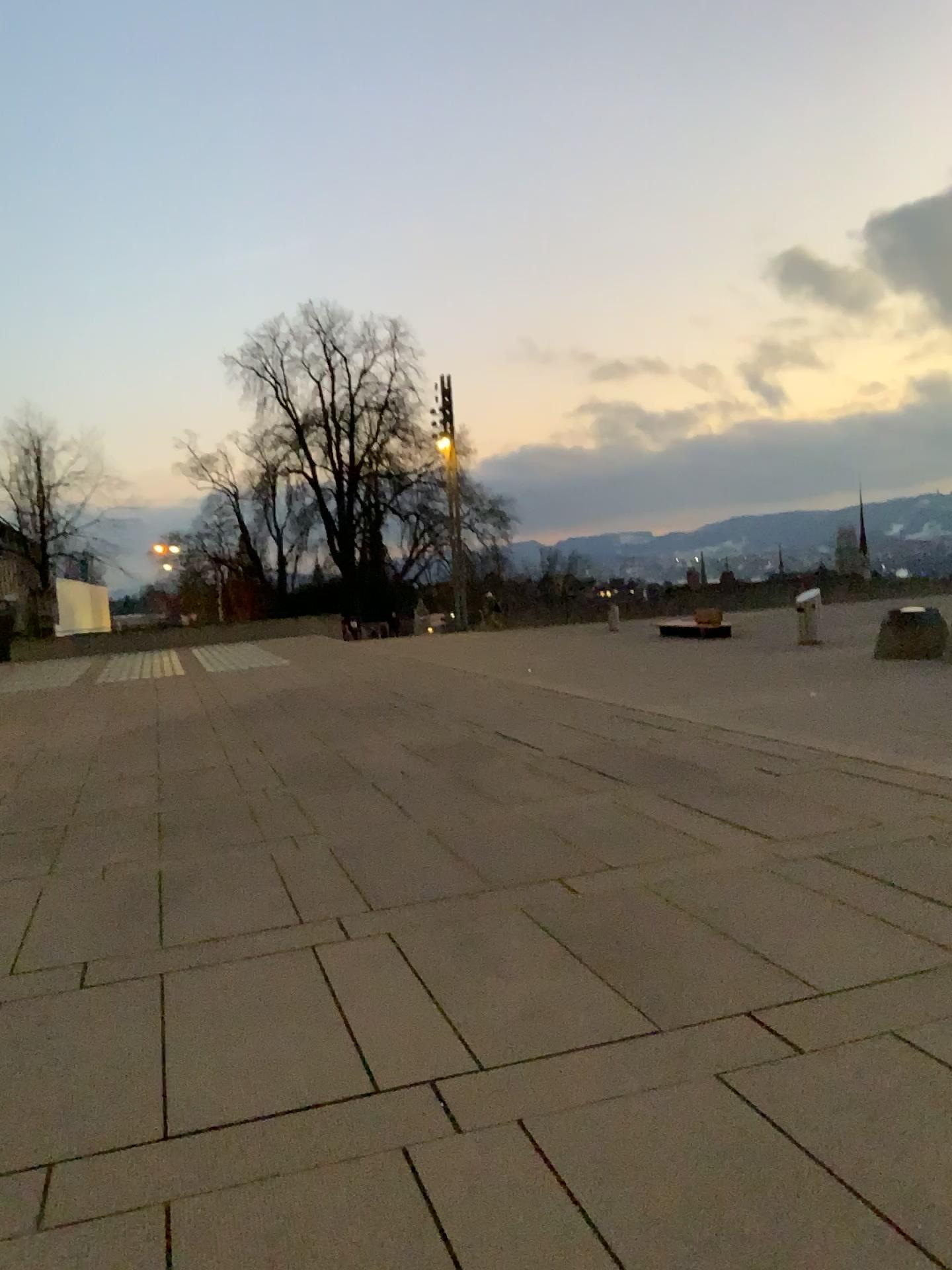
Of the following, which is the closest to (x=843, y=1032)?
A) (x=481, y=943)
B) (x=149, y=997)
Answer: (x=481, y=943)
